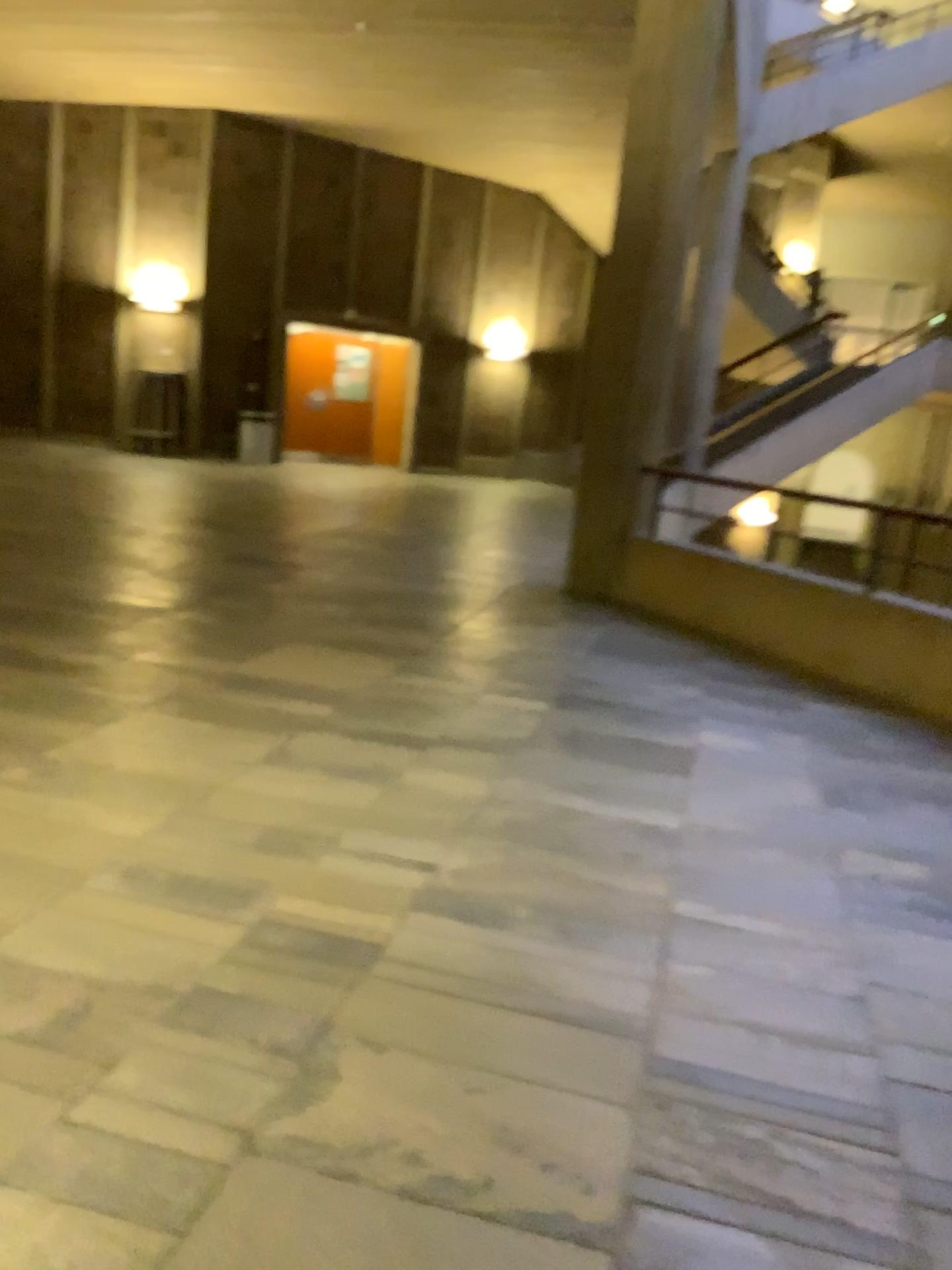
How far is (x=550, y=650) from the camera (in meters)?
5.11
